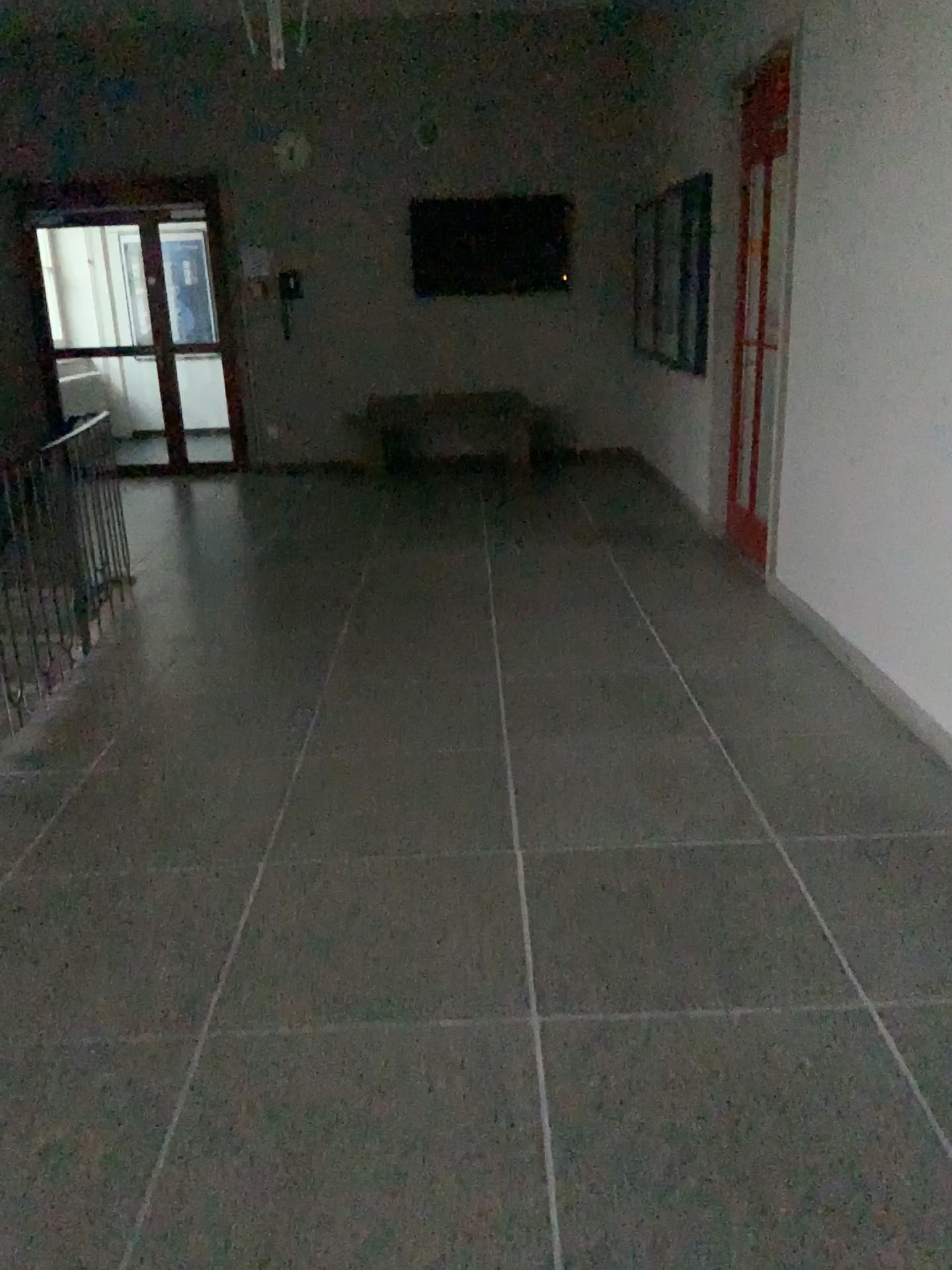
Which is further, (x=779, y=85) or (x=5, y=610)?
(x=779, y=85)

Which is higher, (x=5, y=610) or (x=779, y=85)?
(x=779, y=85)

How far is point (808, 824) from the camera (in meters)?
2.90

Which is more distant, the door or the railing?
the door
